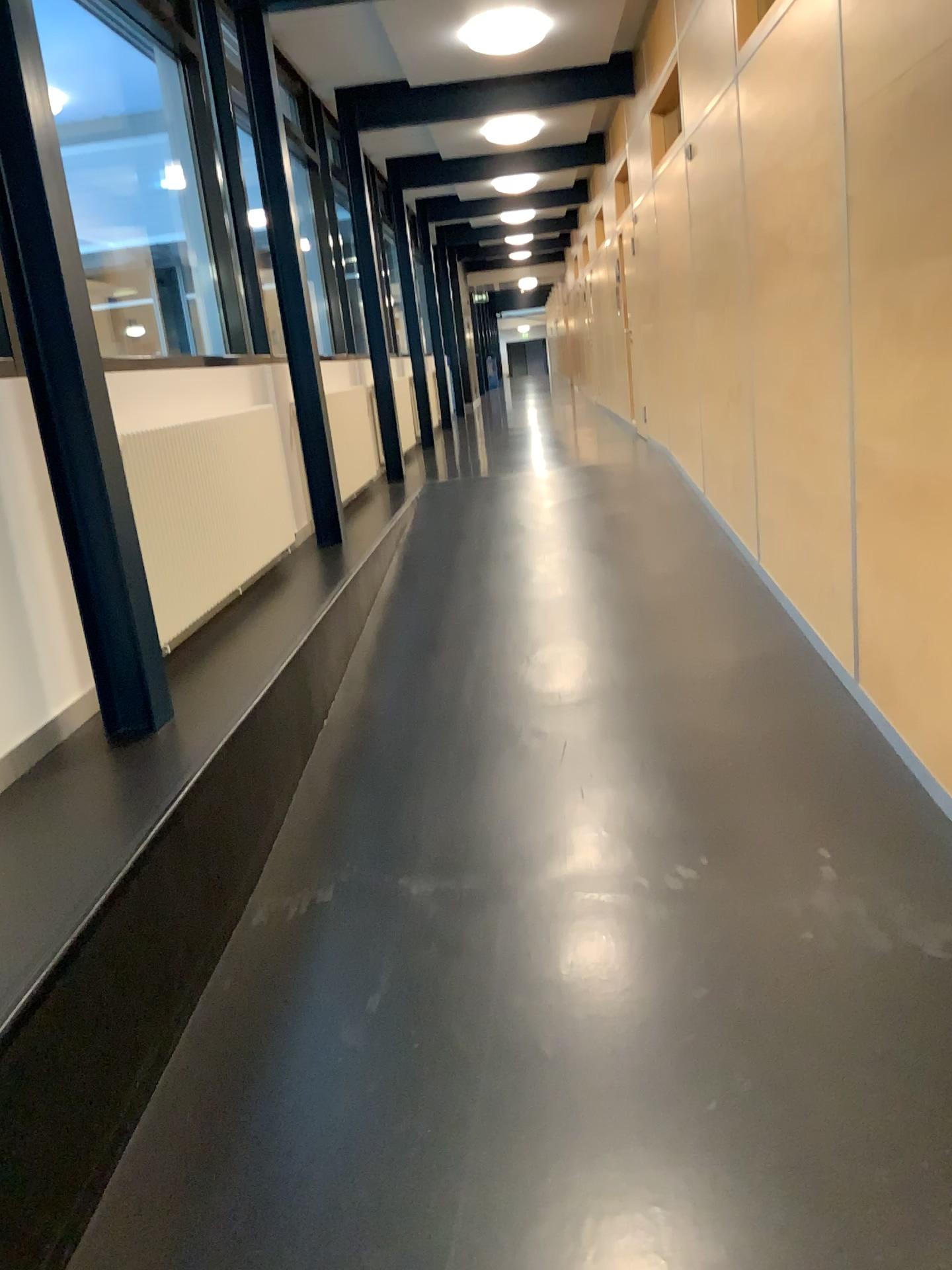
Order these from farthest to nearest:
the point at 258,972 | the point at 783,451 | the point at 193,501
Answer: the point at 783,451, the point at 193,501, the point at 258,972
